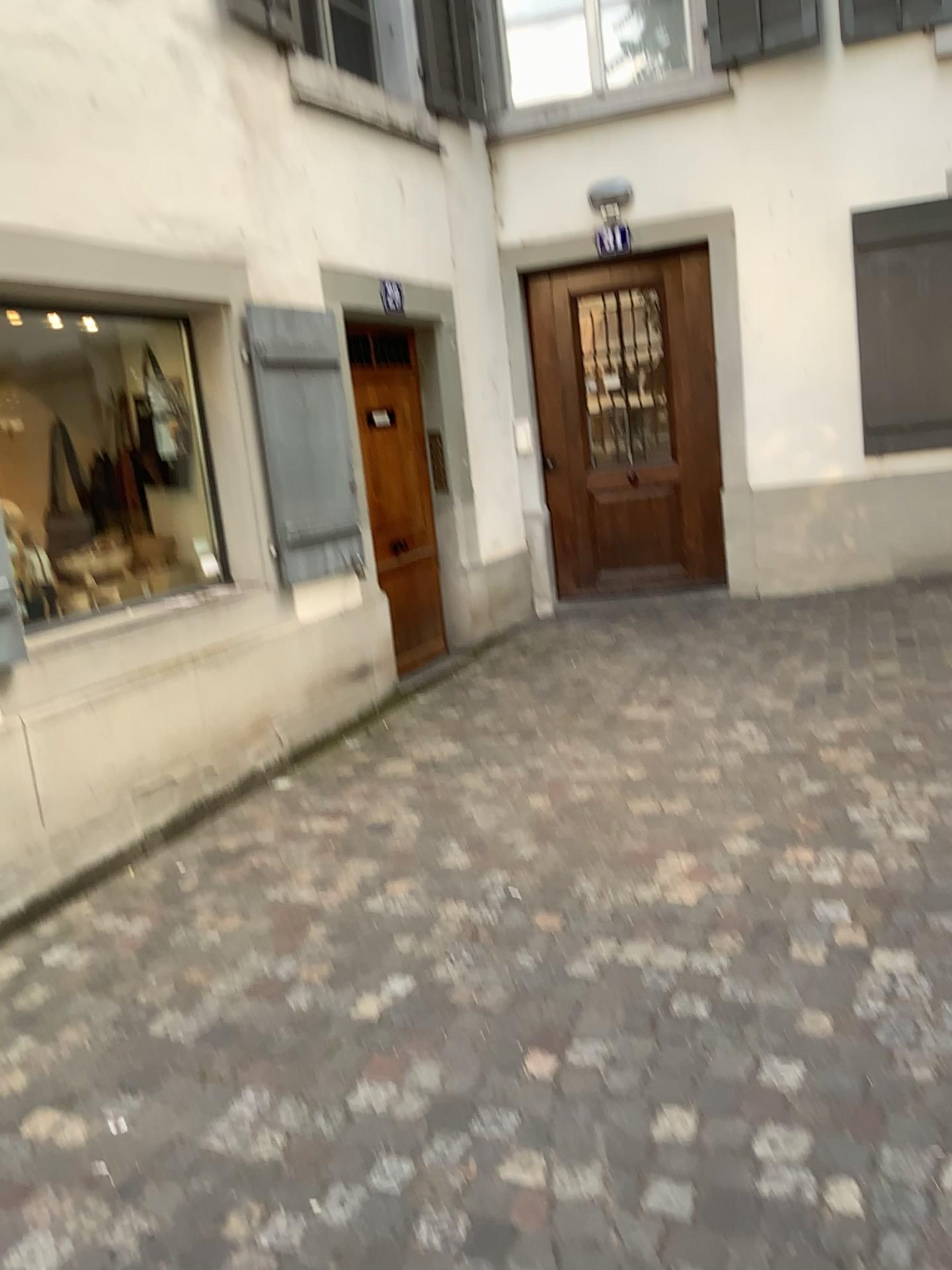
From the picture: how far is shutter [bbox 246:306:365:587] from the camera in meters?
4.6

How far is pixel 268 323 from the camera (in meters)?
4.58

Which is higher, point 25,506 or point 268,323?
point 268,323

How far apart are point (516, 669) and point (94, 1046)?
3.3m

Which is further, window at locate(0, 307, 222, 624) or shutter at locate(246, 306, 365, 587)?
shutter at locate(246, 306, 365, 587)

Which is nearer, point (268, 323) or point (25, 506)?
point (25, 506)
